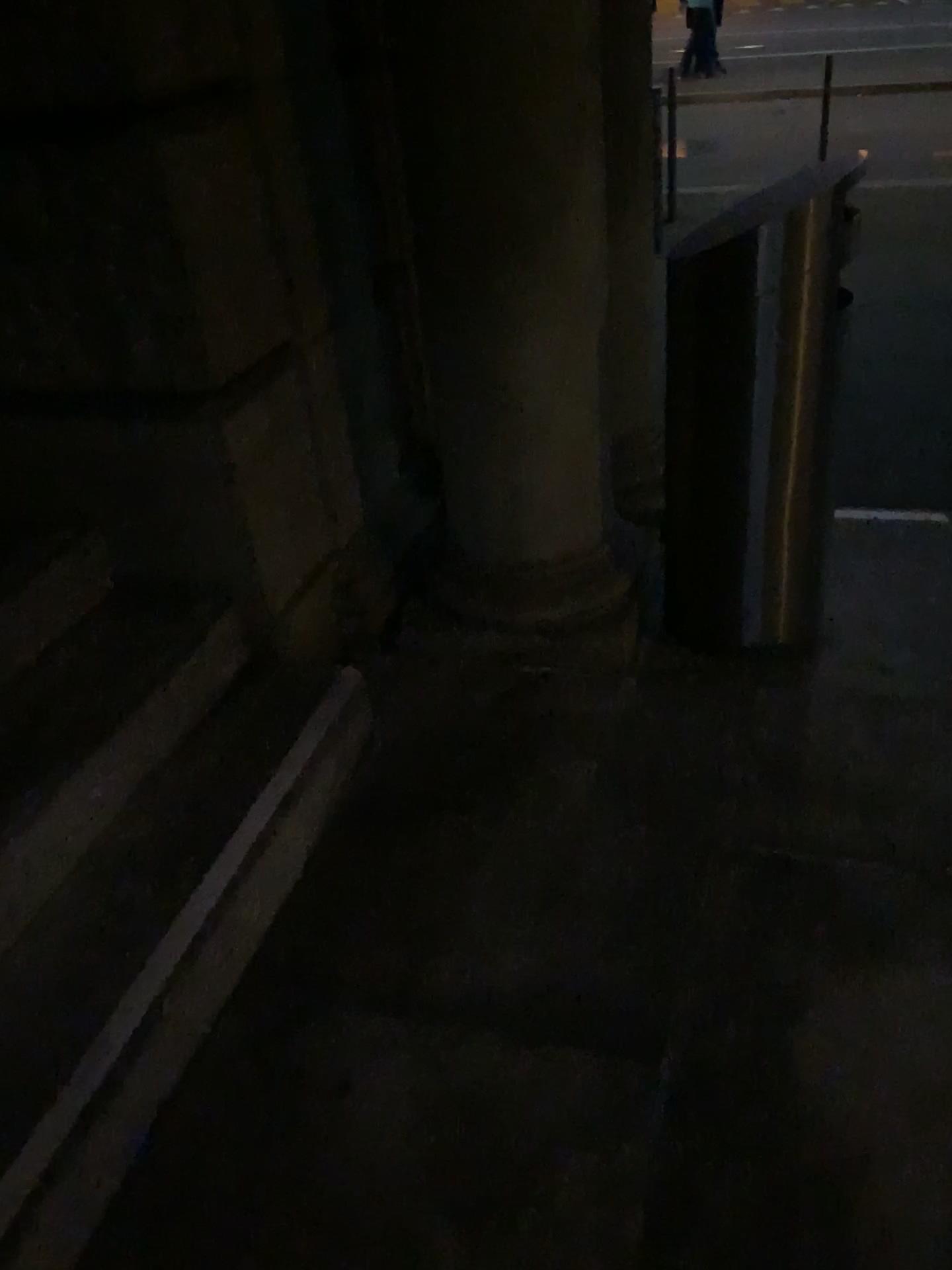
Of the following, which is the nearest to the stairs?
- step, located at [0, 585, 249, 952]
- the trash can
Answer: step, located at [0, 585, 249, 952]

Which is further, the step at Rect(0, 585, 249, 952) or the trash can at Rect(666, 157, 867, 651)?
the trash can at Rect(666, 157, 867, 651)

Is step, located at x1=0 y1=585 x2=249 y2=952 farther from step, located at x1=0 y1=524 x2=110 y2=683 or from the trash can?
the trash can

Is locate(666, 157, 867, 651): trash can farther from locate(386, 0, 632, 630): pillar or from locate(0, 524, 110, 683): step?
locate(0, 524, 110, 683): step

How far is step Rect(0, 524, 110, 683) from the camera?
2.1m

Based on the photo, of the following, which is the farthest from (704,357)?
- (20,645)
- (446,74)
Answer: (20,645)

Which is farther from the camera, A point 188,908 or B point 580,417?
B point 580,417

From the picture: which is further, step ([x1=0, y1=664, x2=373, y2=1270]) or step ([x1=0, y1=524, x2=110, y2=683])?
step ([x1=0, y1=524, x2=110, y2=683])

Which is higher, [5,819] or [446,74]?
[446,74]

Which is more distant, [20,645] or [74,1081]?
[20,645]
